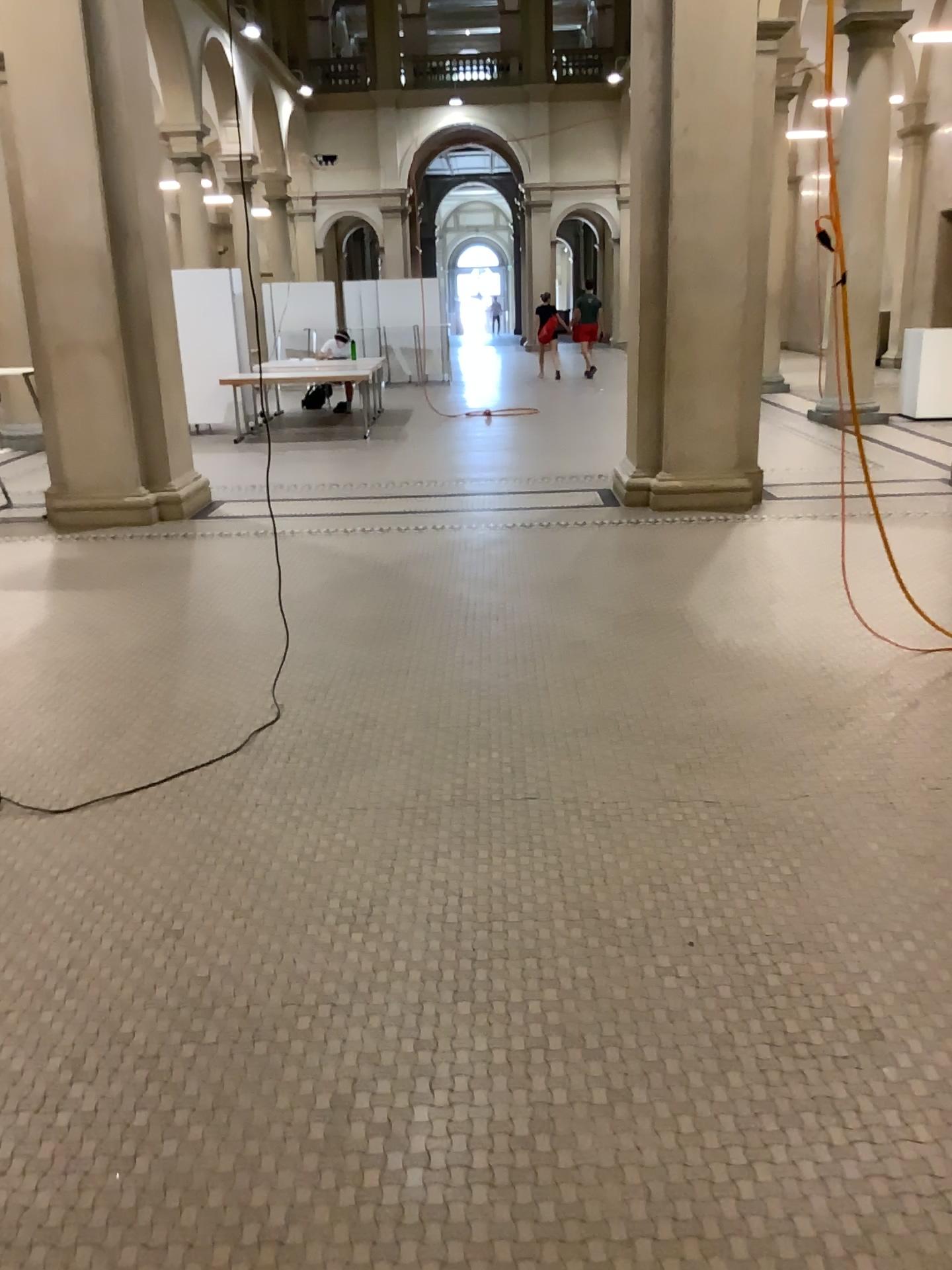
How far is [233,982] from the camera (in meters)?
2.46
